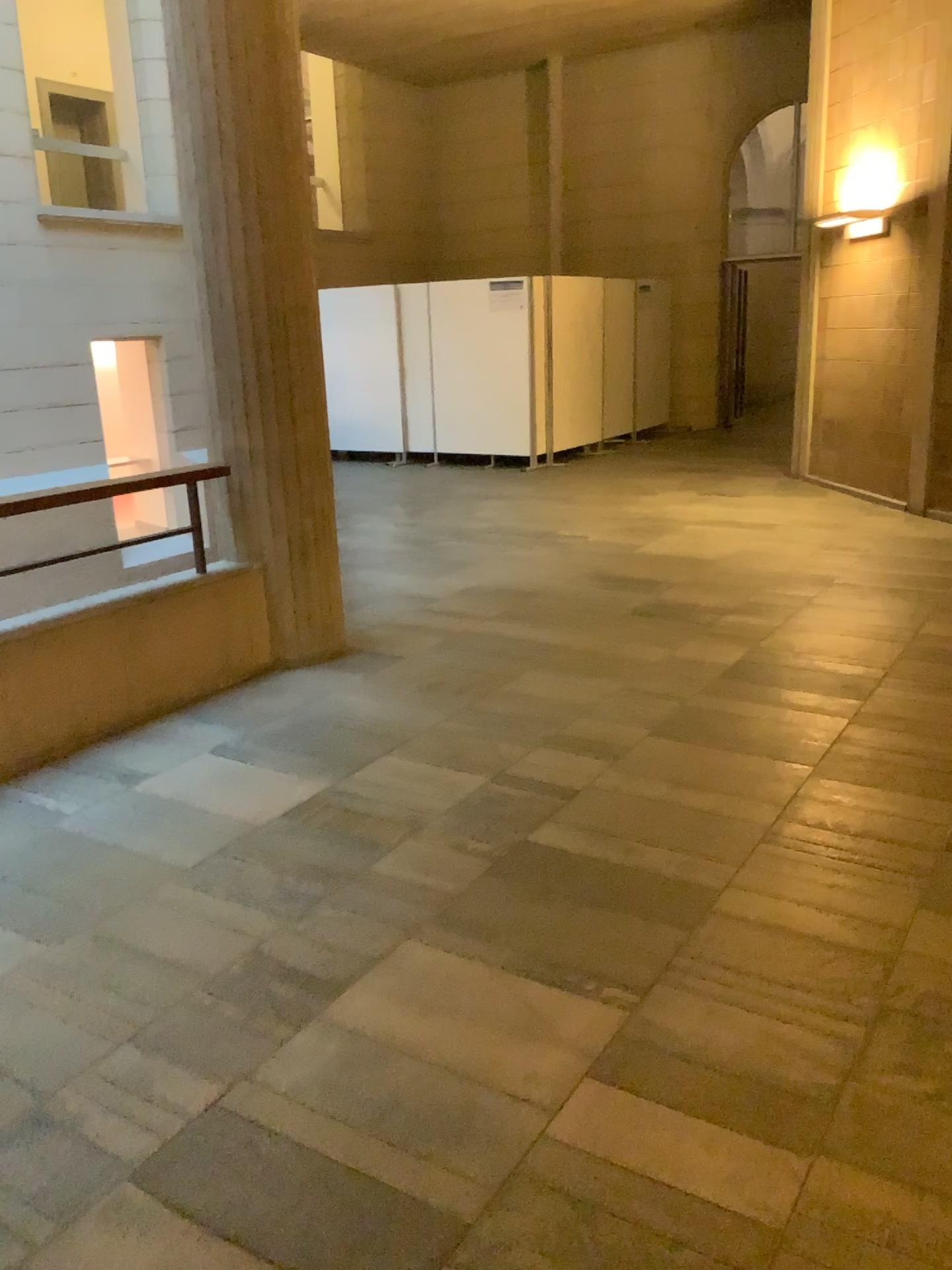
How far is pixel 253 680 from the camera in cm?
461
